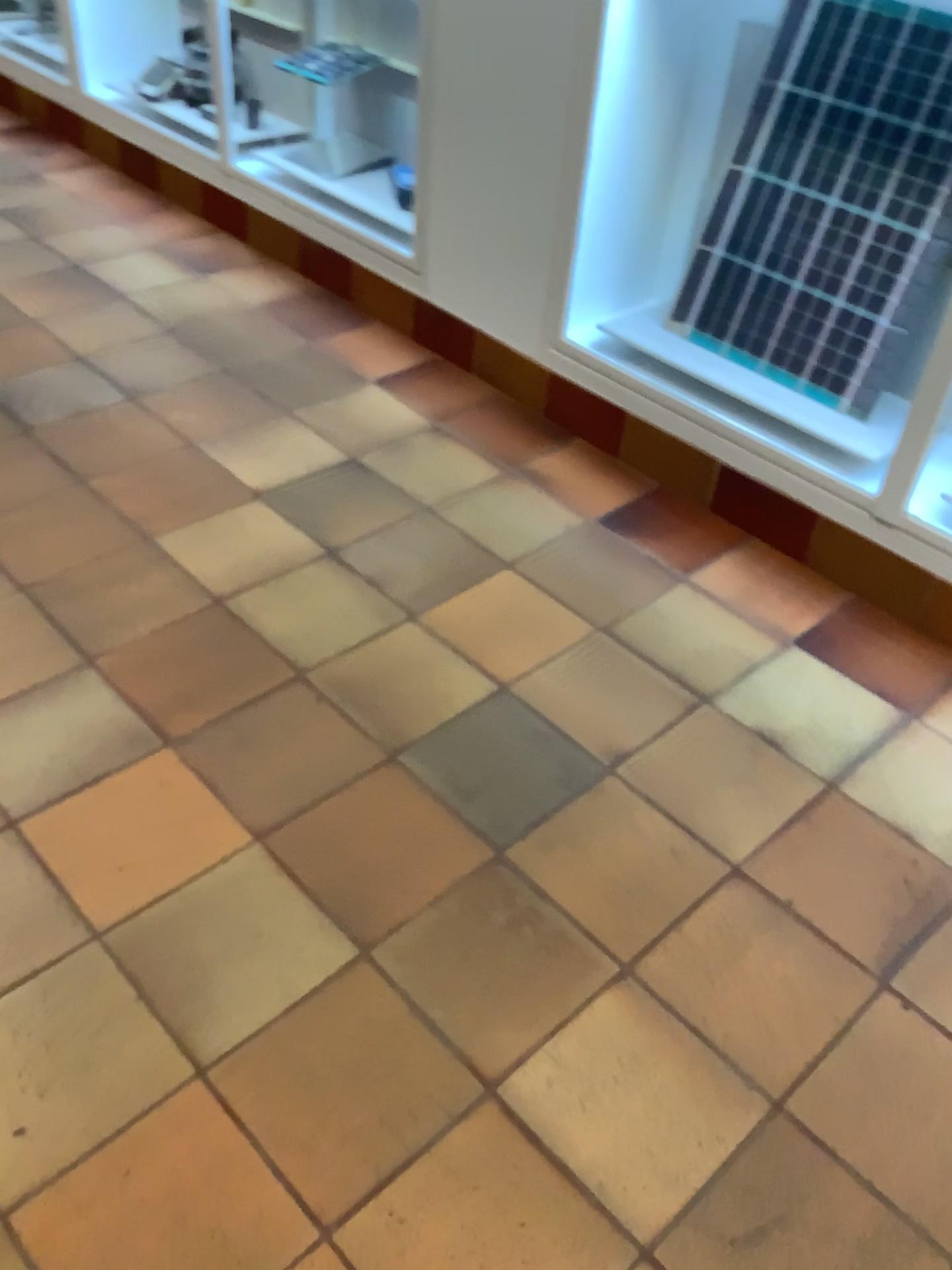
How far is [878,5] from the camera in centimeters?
200cm

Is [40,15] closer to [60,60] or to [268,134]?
[60,60]

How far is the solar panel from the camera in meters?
2.0

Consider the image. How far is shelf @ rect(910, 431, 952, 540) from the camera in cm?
196

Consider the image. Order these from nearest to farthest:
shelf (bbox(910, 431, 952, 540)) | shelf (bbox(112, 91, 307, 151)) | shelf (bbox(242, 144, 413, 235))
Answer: shelf (bbox(910, 431, 952, 540))
shelf (bbox(242, 144, 413, 235))
shelf (bbox(112, 91, 307, 151))

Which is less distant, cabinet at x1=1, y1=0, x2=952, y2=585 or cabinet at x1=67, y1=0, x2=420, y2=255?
cabinet at x1=1, y1=0, x2=952, y2=585

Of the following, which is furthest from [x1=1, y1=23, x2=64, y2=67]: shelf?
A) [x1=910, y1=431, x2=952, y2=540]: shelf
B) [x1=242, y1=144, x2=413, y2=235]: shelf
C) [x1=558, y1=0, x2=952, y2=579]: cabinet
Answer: [x1=910, y1=431, x2=952, y2=540]: shelf

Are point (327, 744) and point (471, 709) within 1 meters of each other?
yes

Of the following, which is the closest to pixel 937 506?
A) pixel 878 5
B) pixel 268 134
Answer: pixel 878 5

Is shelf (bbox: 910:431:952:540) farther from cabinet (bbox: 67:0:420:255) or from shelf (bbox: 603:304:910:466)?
cabinet (bbox: 67:0:420:255)
